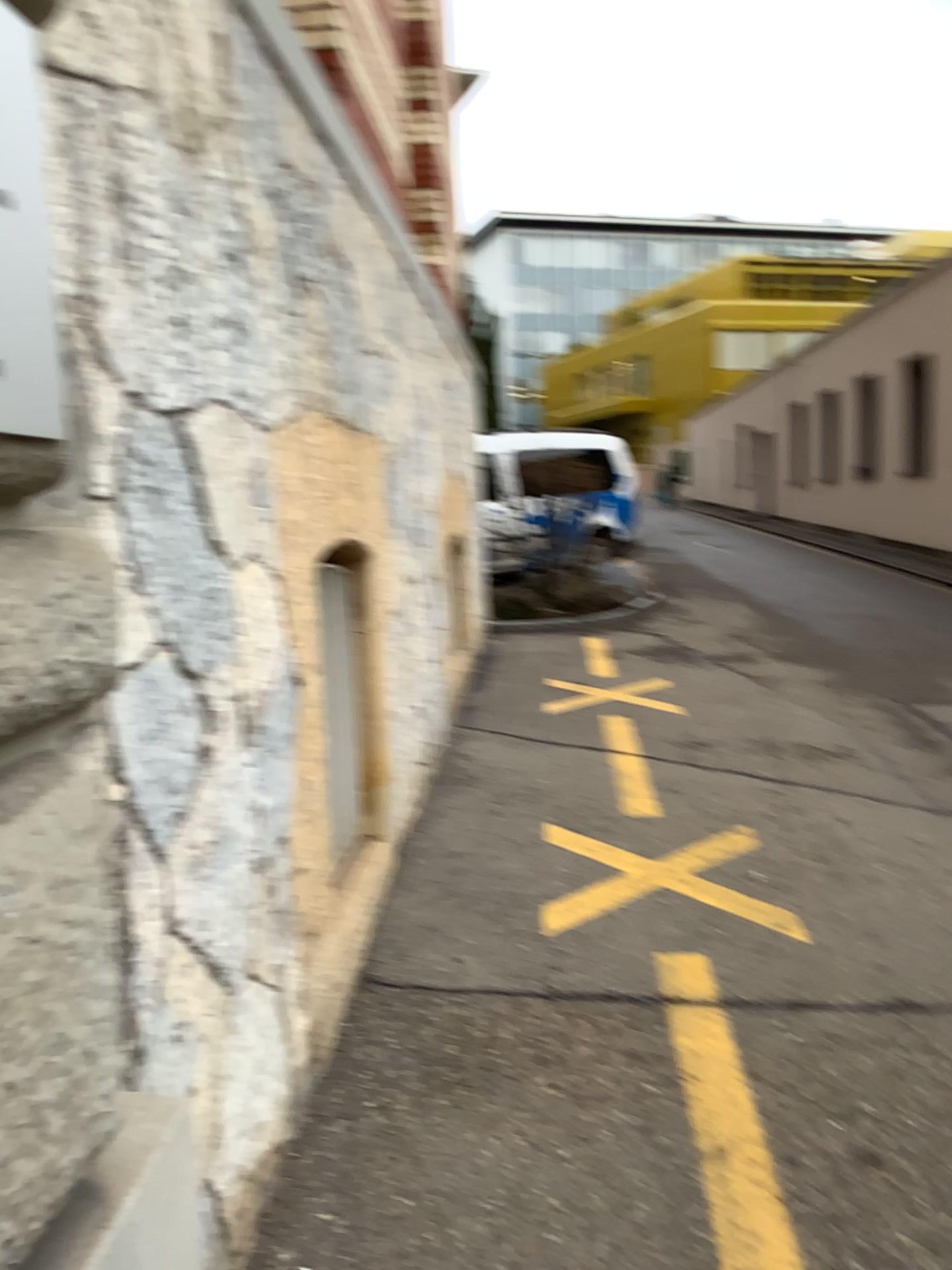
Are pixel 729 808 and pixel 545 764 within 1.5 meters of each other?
yes
